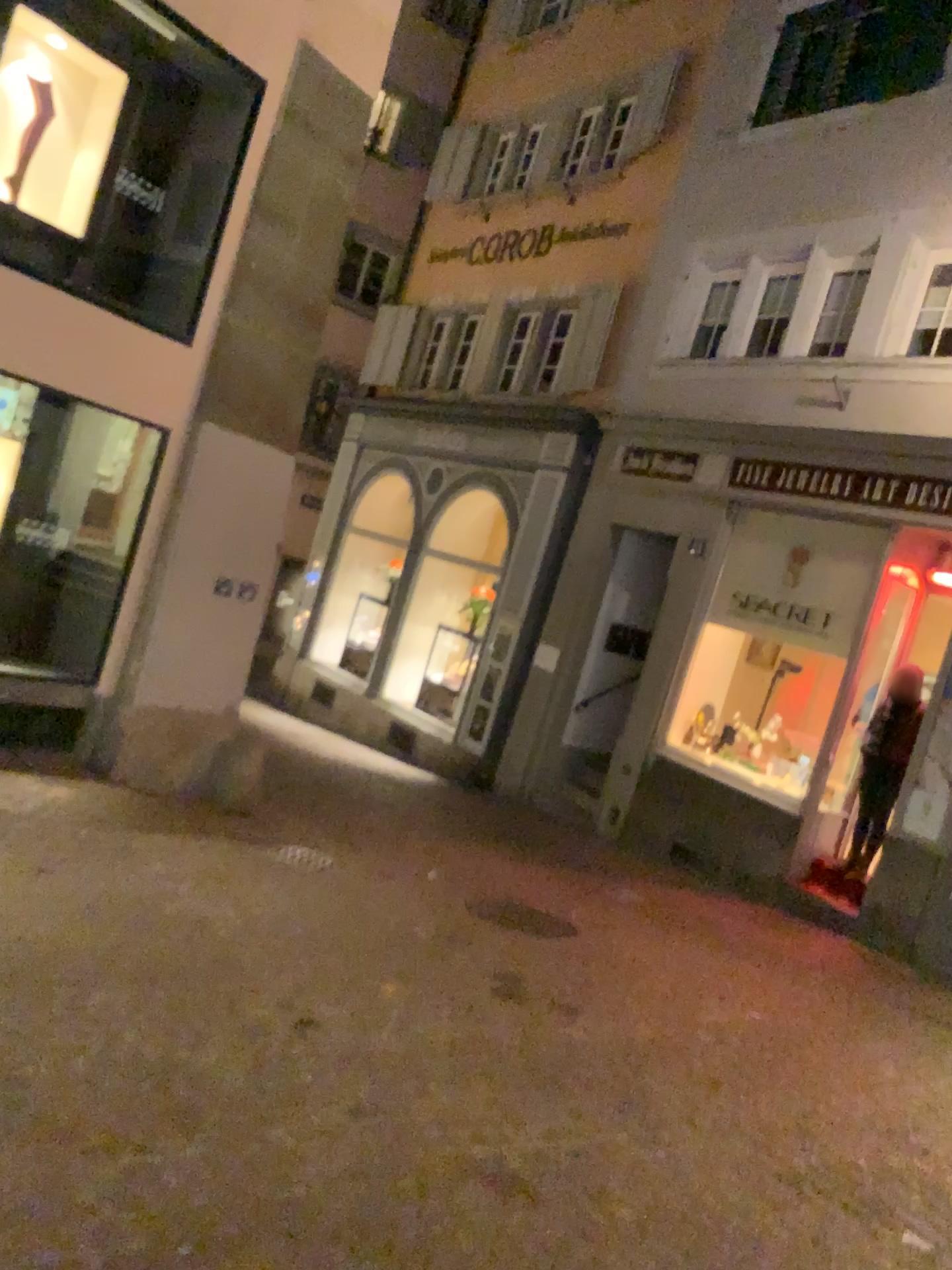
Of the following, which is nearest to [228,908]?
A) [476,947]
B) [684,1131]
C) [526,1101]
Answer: [476,947]
